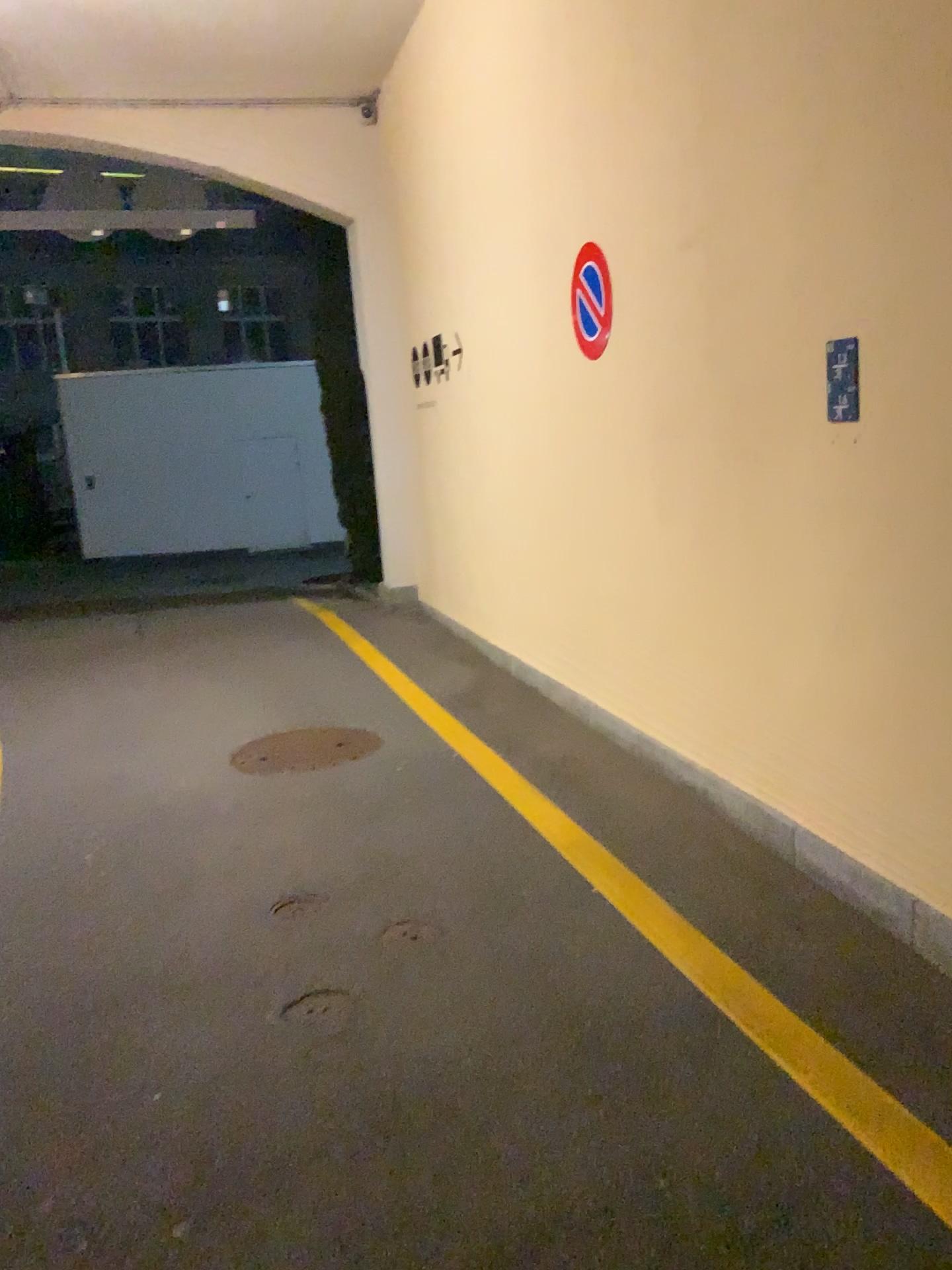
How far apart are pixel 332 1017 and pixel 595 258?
3.3 meters

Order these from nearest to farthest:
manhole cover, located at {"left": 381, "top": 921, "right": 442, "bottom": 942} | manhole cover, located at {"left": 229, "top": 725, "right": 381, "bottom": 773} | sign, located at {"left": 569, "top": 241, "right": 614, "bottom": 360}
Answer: manhole cover, located at {"left": 381, "top": 921, "right": 442, "bottom": 942}
sign, located at {"left": 569, "top": 241, "right": 614, "bottom": 360}
manhole cover, located at {"left": 229, "top": 725, "right": 381, "bottom": 773}

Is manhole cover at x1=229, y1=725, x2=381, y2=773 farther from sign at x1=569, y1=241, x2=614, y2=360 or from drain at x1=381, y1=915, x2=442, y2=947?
sign at x1=569, y1=241, x2=614, y2=360

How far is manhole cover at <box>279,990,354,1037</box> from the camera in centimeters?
279cm

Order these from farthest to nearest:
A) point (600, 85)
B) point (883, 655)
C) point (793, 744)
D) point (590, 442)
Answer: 1. point (590, 442)
2. point (600, 85)
3. point (793, 744)
4. point (883, 655)

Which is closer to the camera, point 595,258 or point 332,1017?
point 332,1017

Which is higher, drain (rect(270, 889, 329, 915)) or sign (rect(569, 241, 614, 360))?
sign (rect(569, 241, 614, 360))

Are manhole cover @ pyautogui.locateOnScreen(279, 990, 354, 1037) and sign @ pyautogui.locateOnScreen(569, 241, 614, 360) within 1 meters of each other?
no

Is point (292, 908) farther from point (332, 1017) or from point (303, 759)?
point (303, 759)

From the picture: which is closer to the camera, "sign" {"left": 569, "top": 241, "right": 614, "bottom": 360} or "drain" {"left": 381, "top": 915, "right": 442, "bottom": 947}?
"drain" {"left": 381, "top": 915, "right": 442, "bottom": 947}
